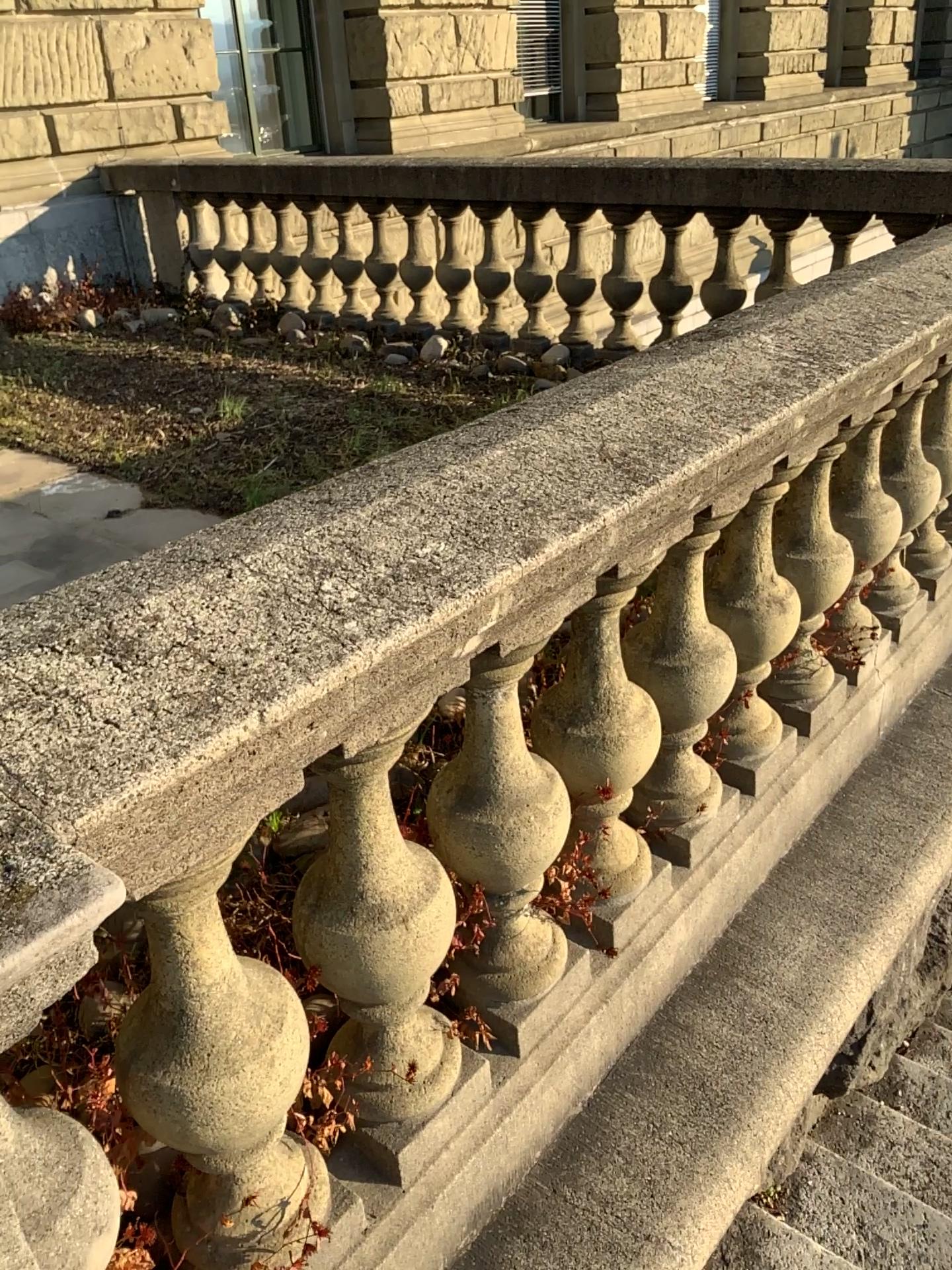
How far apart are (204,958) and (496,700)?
0.51m

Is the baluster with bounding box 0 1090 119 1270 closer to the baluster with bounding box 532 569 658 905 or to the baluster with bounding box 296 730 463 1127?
the baluster with bounding box 296 730 463 1127

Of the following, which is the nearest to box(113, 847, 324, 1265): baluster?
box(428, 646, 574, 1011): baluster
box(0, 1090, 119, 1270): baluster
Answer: box(0, 1090, 119, 1270): baluster

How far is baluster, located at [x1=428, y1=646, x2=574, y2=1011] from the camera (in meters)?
1.41

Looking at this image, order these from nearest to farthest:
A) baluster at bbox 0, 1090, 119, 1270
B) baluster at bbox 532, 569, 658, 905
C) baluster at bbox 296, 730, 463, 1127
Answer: baluster at bbox 0, 1090, 119, 1270, baluster at bbox 296, 730, 463, 1127, baluster at bbox 532, 569, 658, 905

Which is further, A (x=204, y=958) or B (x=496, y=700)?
→ B (x=496, y=700)

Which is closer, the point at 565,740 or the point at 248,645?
the point at 248,645

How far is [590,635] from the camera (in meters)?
1.58

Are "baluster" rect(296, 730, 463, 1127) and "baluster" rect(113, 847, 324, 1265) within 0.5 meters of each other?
yes

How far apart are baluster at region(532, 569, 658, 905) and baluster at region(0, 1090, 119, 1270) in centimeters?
80cm
